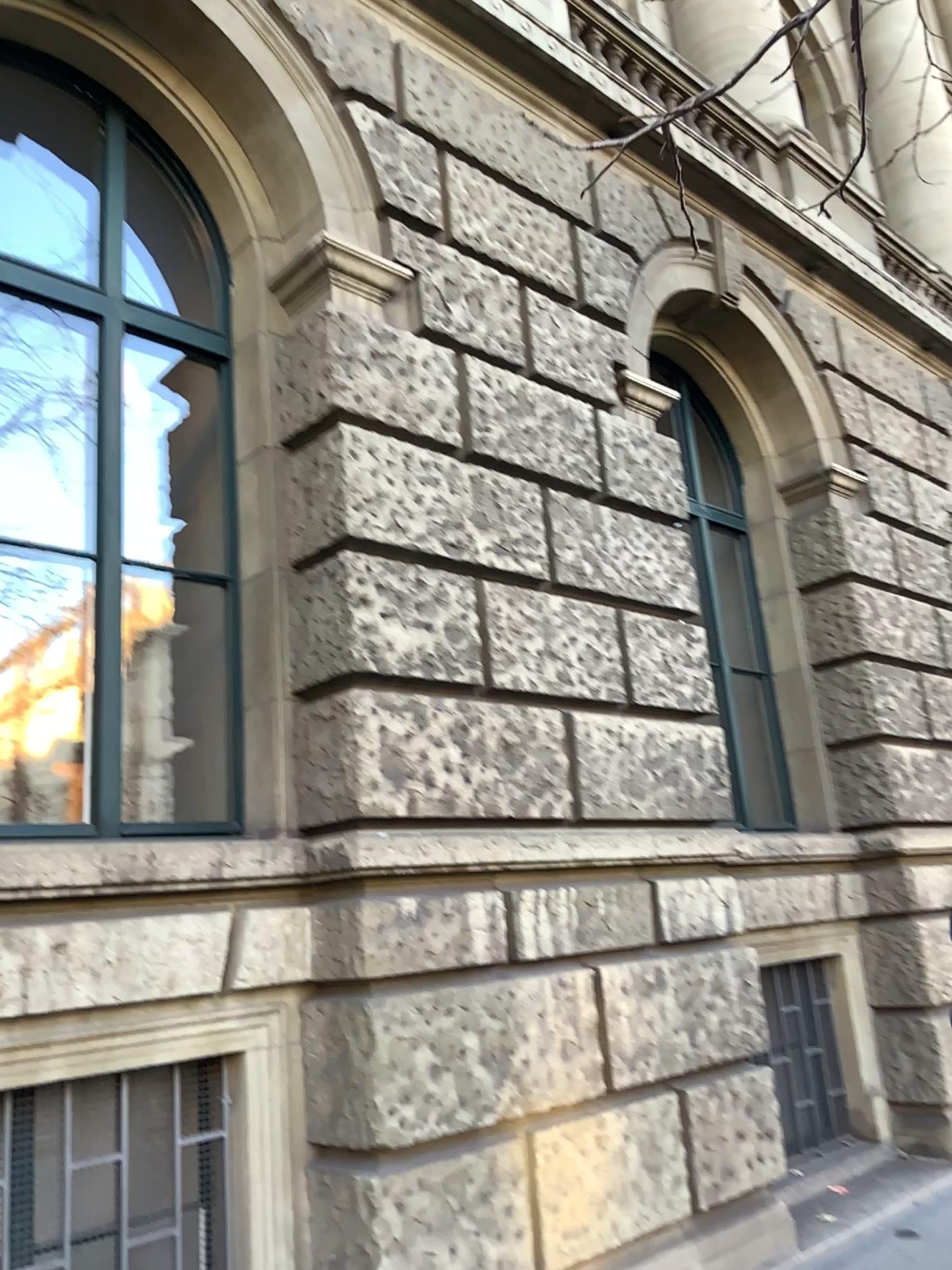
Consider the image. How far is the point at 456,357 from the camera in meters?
4.5

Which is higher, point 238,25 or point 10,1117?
point 238,25

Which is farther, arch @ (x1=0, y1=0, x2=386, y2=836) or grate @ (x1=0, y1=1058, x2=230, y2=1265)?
arch @ (x1=0, y1=0, x2=386, y2=836)

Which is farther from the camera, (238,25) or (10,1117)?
(238,25)

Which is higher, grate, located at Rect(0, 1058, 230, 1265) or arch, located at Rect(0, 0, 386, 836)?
arch, located at Rect(0, 0, 386, 836)
